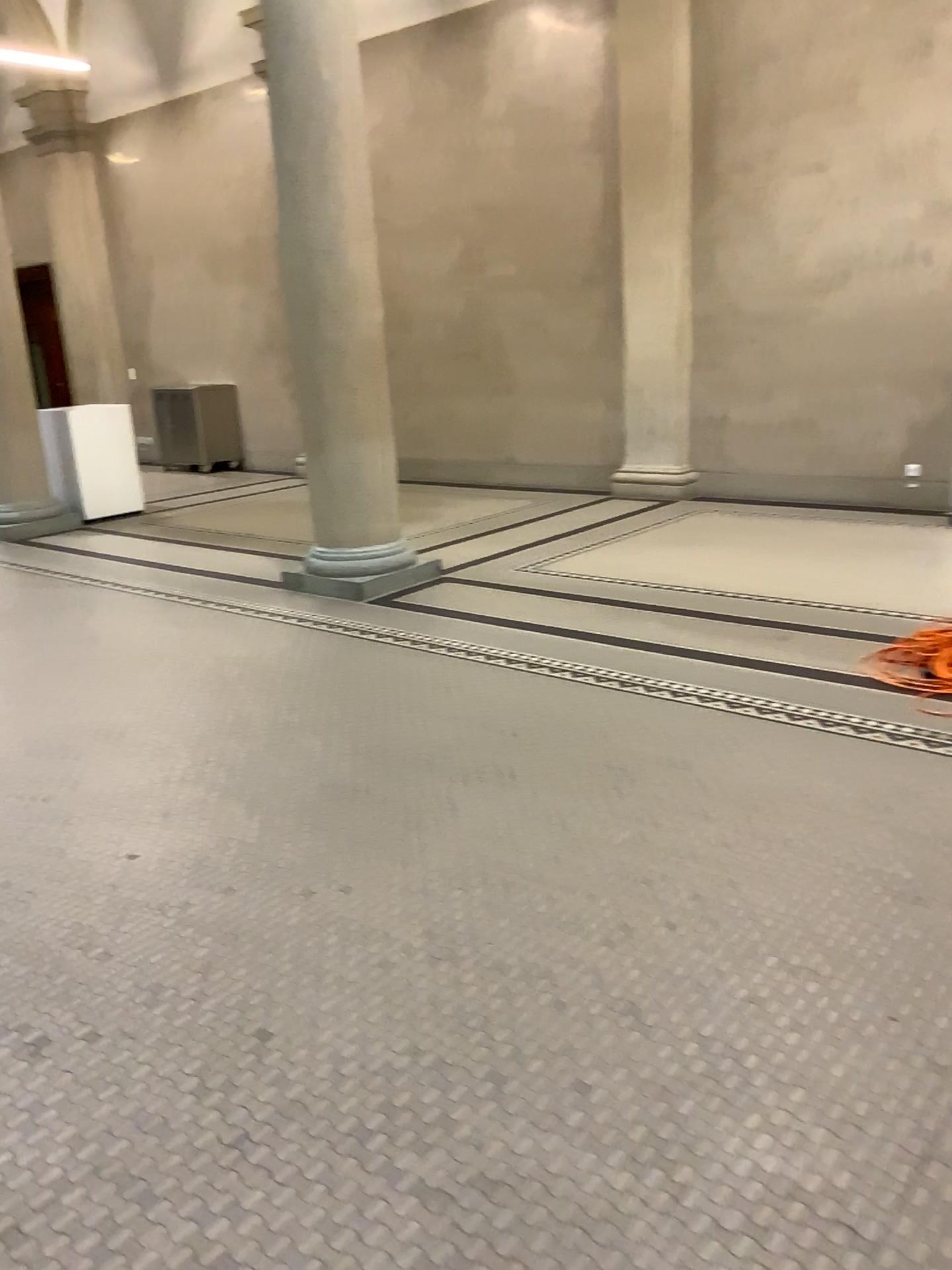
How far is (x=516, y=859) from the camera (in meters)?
3.07
